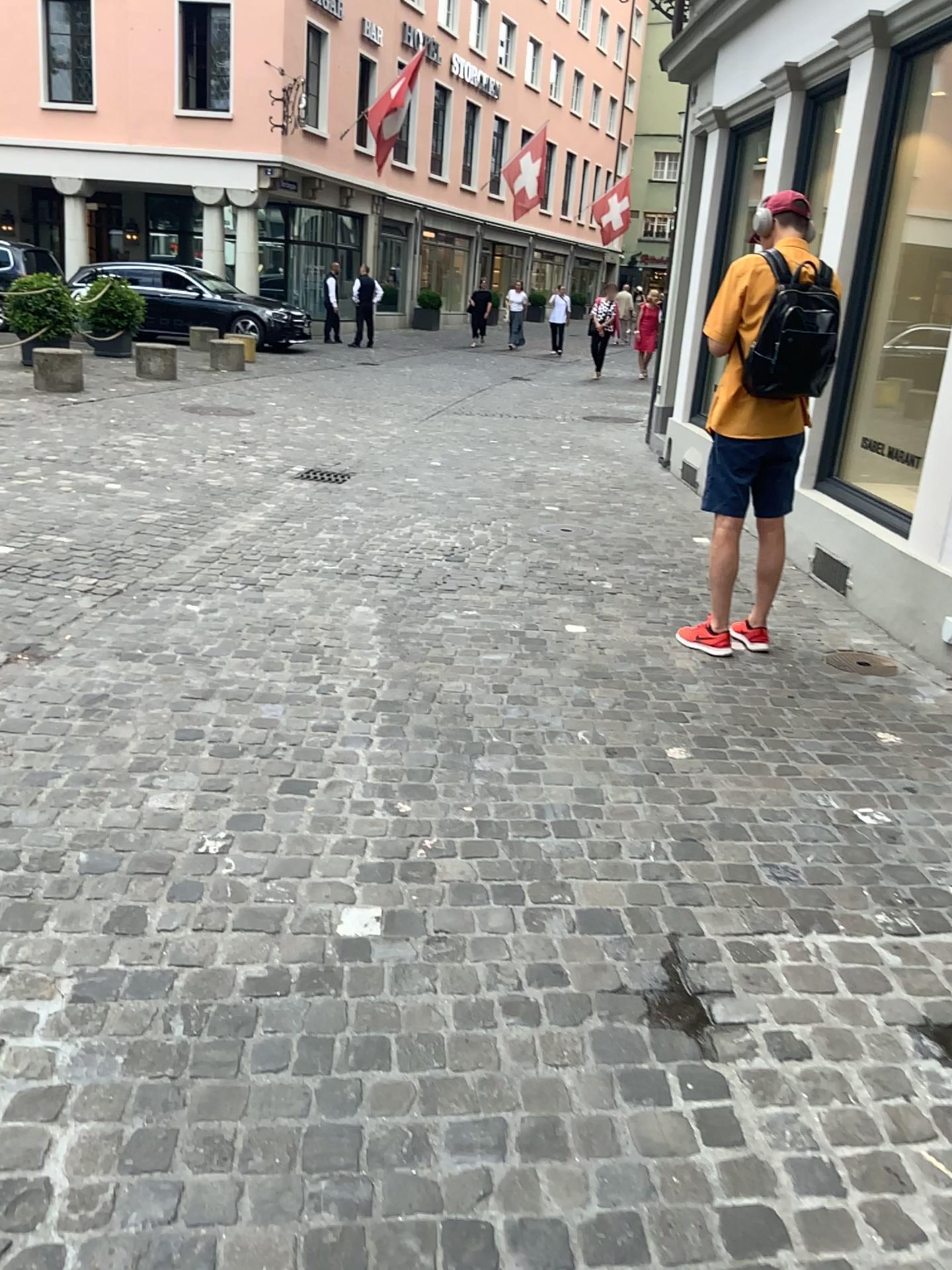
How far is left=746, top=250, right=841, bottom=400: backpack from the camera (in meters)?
3.71

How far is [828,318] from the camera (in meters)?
3.71

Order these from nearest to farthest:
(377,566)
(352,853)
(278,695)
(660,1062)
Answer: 1. (660,1062)
2. (352,853)
3. (278,695)
4. (377,566)
